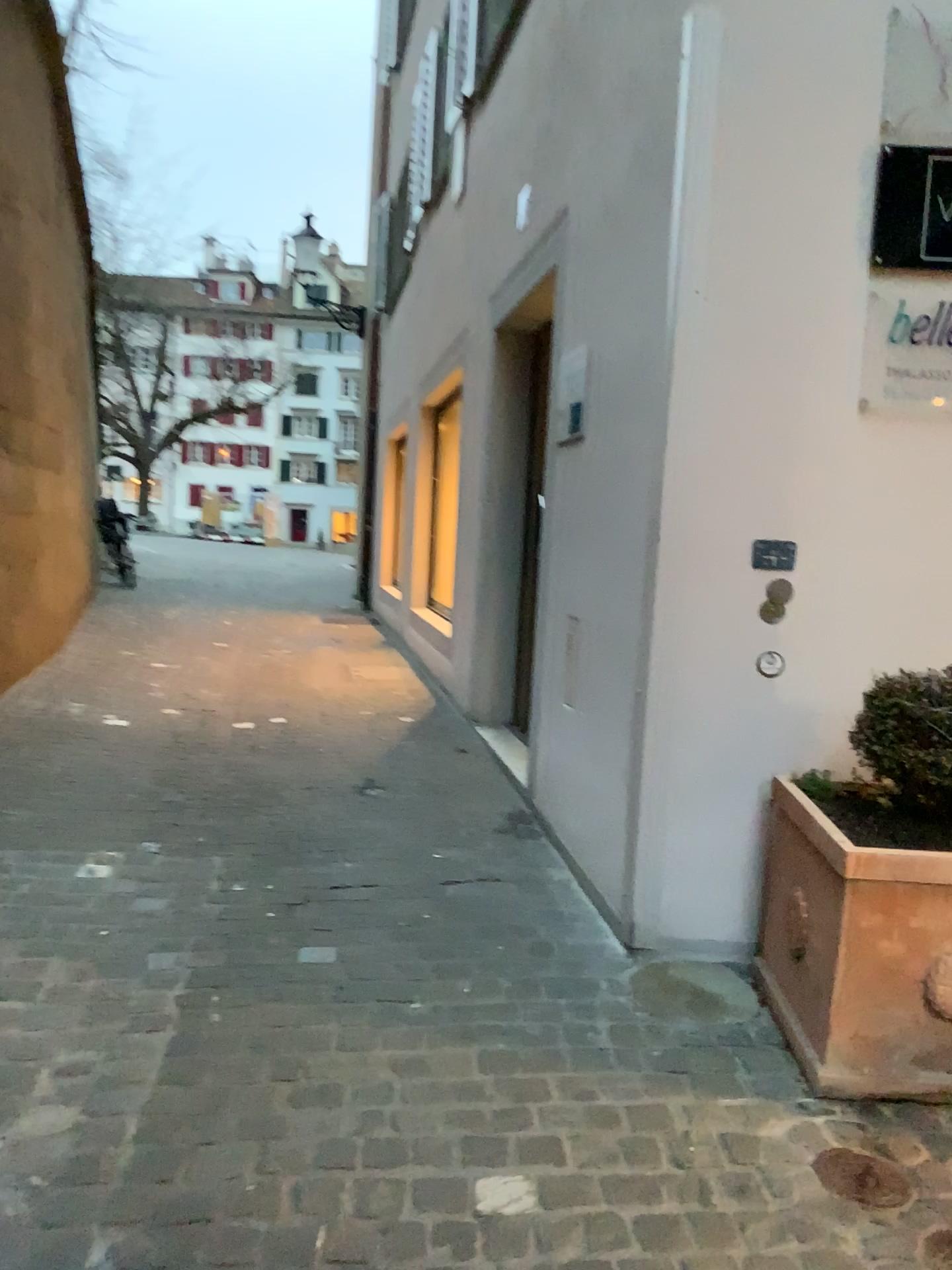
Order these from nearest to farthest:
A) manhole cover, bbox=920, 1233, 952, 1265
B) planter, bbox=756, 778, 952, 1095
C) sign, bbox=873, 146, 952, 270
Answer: manhole cover, bbox=920, 1233, 952, 1265 < planter, bbox=756, 778, 952, 1095 < sign, bbox=873, 146, 952, 270

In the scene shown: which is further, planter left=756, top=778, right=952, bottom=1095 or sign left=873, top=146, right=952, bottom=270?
sign left=873, top=146, right=952, bottom=270

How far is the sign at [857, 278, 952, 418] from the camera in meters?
2.7 m

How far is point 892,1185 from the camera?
1.9 meters

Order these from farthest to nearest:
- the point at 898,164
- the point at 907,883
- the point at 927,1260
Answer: the point at 898,164
the point at 907,883
the point at 927,1260

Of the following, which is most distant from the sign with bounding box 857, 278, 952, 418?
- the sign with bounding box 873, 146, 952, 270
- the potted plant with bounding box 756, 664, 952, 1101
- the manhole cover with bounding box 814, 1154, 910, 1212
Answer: the manhole cover with bounding box 814, 1154, 910, 1212

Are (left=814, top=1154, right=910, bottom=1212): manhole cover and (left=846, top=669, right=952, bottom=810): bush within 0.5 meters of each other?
no

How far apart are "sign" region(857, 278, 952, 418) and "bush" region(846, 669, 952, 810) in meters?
0.8 m

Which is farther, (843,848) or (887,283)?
(887,283)

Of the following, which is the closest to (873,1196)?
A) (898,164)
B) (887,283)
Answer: (887,283)
